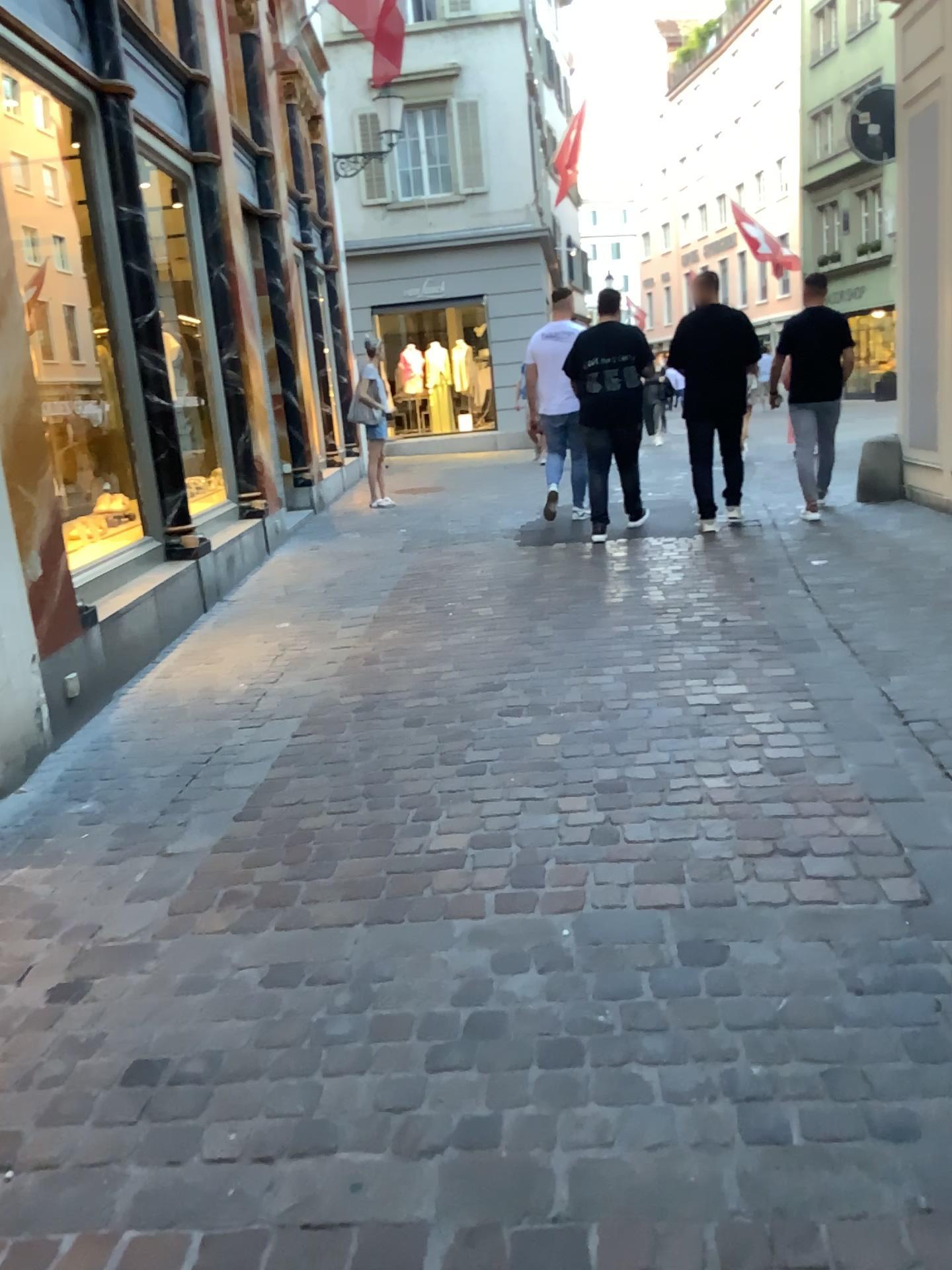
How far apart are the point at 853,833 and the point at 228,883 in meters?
1.7
